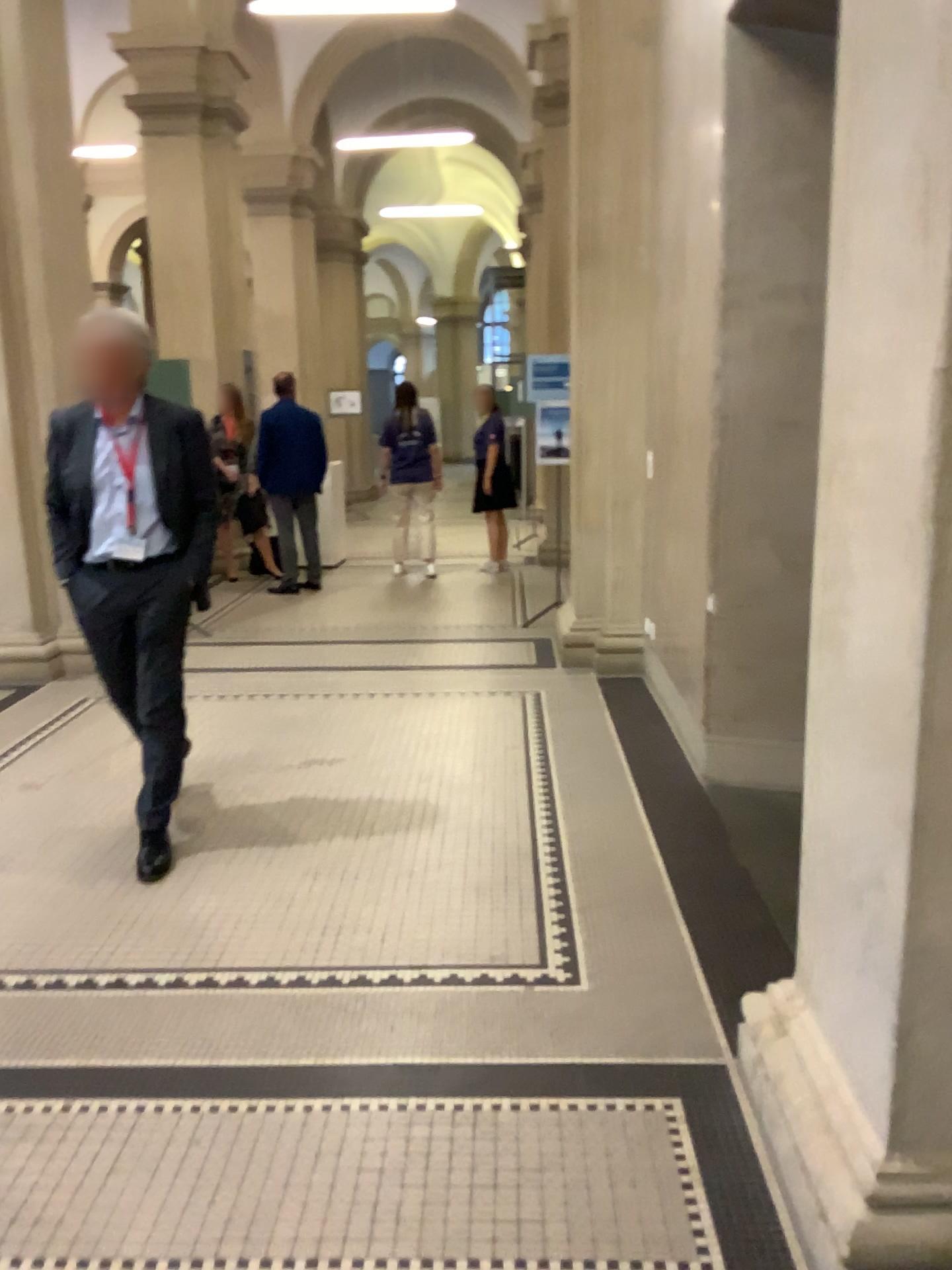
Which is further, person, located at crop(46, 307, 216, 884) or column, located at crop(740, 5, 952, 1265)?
person, located at crop(46, 307, 216, 884)

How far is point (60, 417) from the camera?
3.3 meters

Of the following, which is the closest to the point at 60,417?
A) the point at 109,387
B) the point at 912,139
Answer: the point at 109,387

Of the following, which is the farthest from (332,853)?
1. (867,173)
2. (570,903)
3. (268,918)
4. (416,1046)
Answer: (867,173)

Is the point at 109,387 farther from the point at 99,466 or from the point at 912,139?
the point at 912,139

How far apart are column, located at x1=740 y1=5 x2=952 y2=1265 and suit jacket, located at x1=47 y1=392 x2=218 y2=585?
2.26m

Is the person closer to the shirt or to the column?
the shirt

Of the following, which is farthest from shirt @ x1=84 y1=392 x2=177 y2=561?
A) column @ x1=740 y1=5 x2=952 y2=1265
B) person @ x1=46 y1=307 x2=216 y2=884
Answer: column @ x1=740 y1=5 x2=952 y2=1265

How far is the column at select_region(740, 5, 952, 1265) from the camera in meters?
1.6 m

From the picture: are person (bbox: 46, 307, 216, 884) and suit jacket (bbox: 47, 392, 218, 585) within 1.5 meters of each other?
yes
